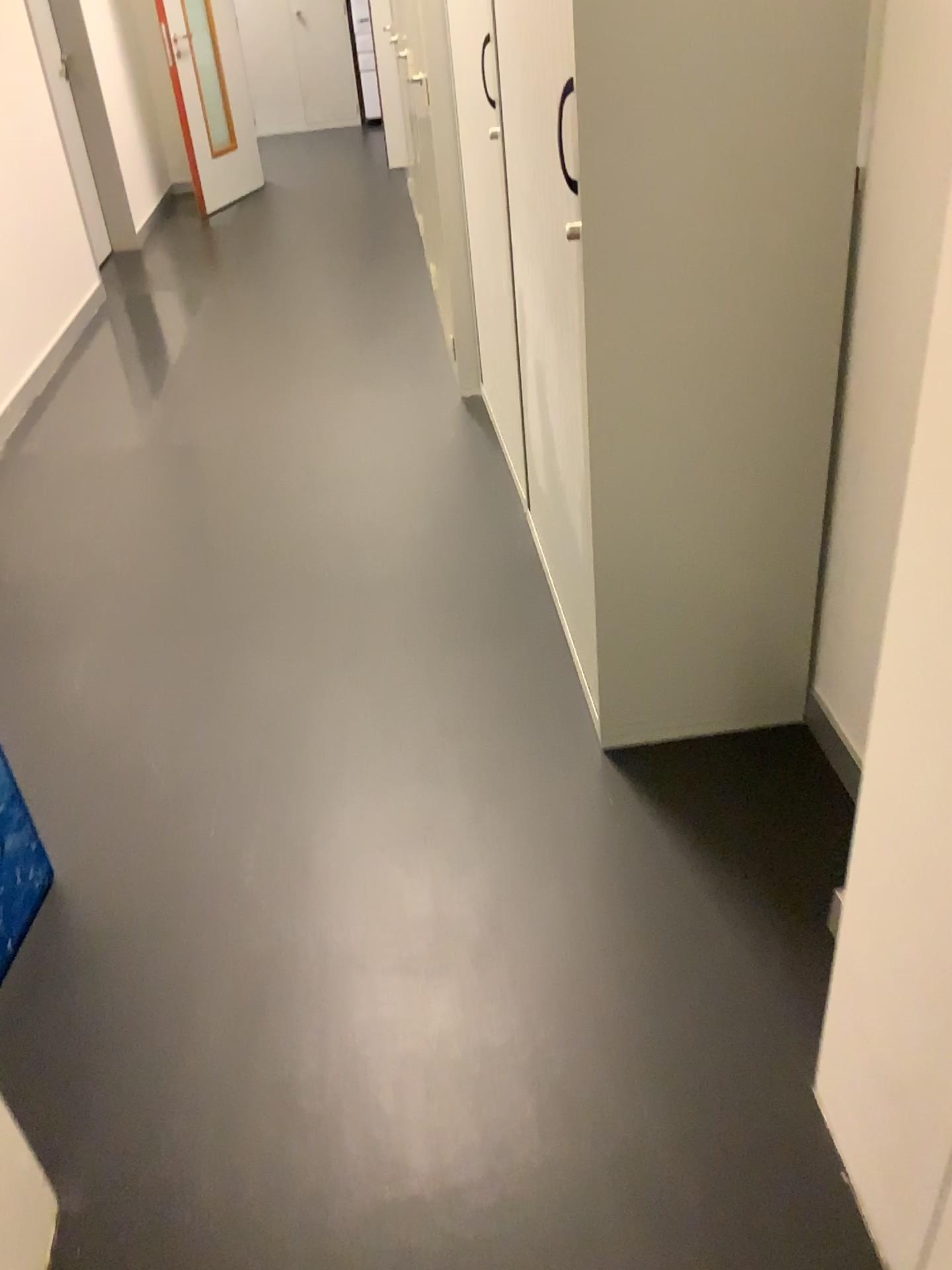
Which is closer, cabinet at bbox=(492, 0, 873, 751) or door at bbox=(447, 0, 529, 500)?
cabinet at bbox=(492, 0, 873, 751)

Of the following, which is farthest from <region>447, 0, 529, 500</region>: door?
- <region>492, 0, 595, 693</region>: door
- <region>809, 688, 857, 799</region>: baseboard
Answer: <region>809, 688, 857, 799</region>: baseboard

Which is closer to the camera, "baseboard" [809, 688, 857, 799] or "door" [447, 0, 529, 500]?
"baseboard" [809, 688, 857, 799]

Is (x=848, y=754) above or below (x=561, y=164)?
below

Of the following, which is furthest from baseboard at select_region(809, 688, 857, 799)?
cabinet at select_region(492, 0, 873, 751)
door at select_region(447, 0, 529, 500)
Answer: door at select_region(447, 0, 529, 500)

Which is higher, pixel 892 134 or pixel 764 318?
pixel 892 134

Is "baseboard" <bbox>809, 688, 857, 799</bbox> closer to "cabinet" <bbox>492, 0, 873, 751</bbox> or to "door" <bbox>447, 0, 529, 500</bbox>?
"cabinet" <bbox>492, 0, 873, 751</bbox>

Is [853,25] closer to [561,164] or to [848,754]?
[561,164]

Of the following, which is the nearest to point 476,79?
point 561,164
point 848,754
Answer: point 561,164
